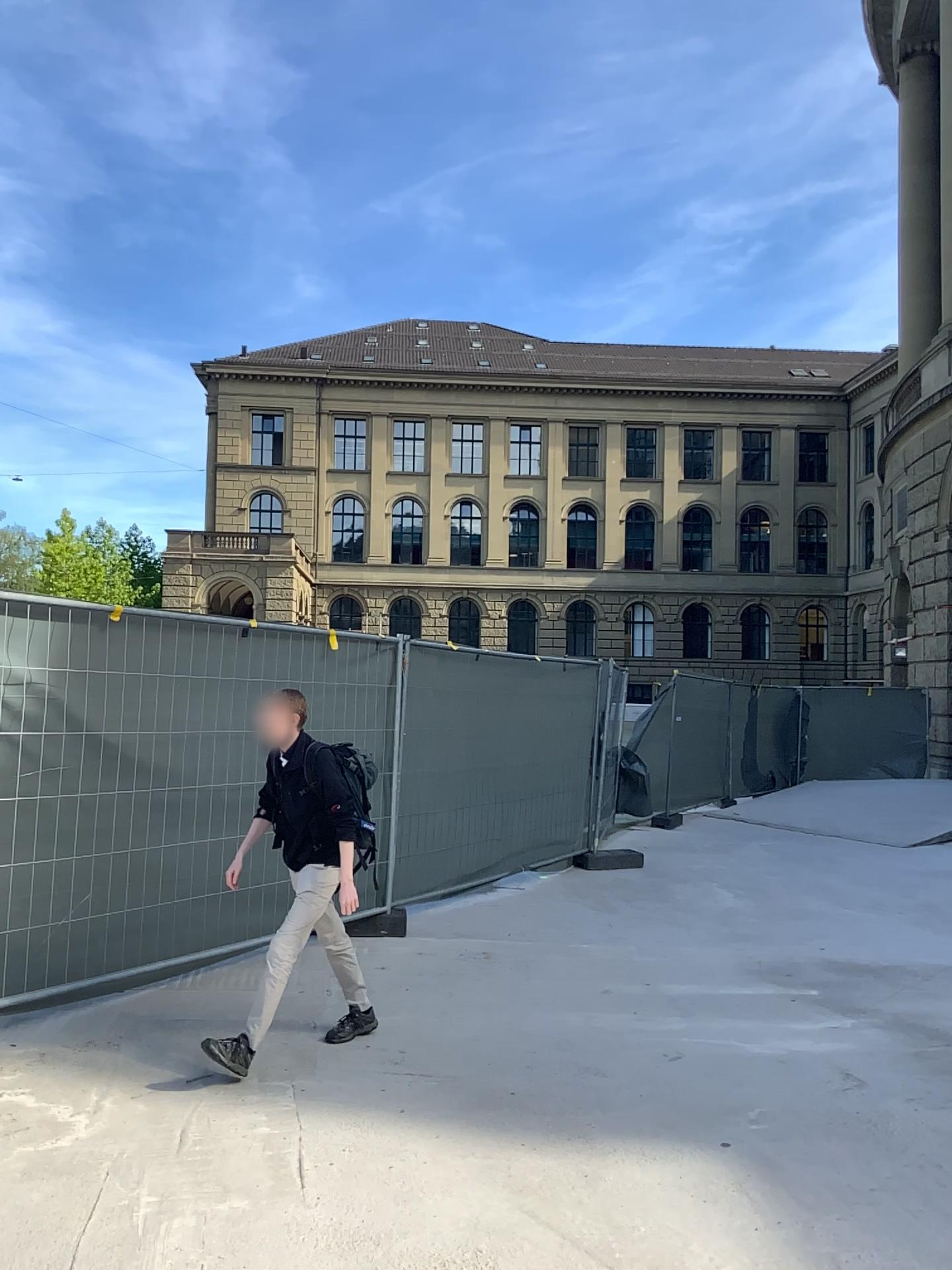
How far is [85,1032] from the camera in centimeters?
469cm
